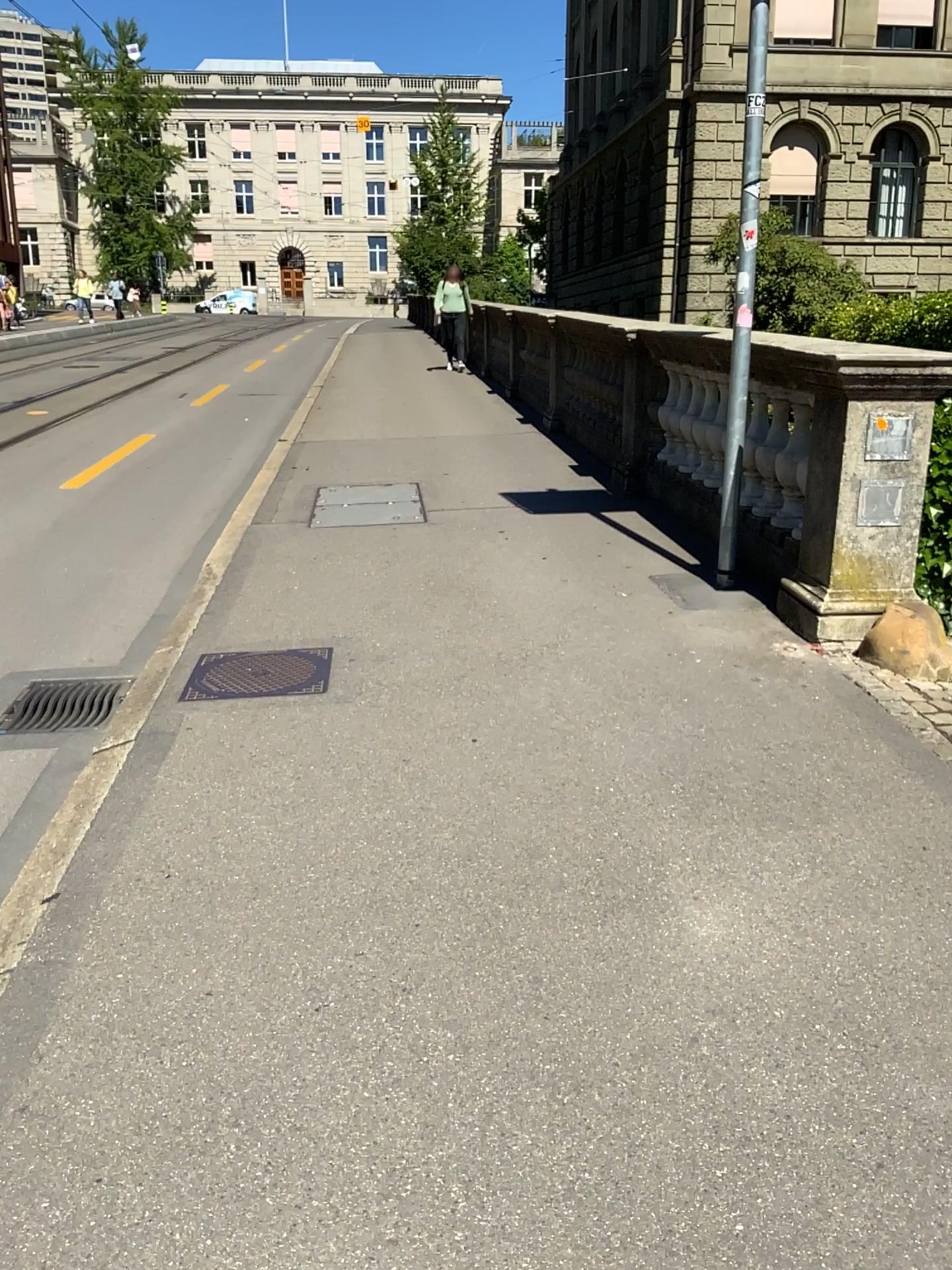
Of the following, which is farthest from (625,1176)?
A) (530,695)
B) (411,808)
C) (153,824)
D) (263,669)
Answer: (263,669)
